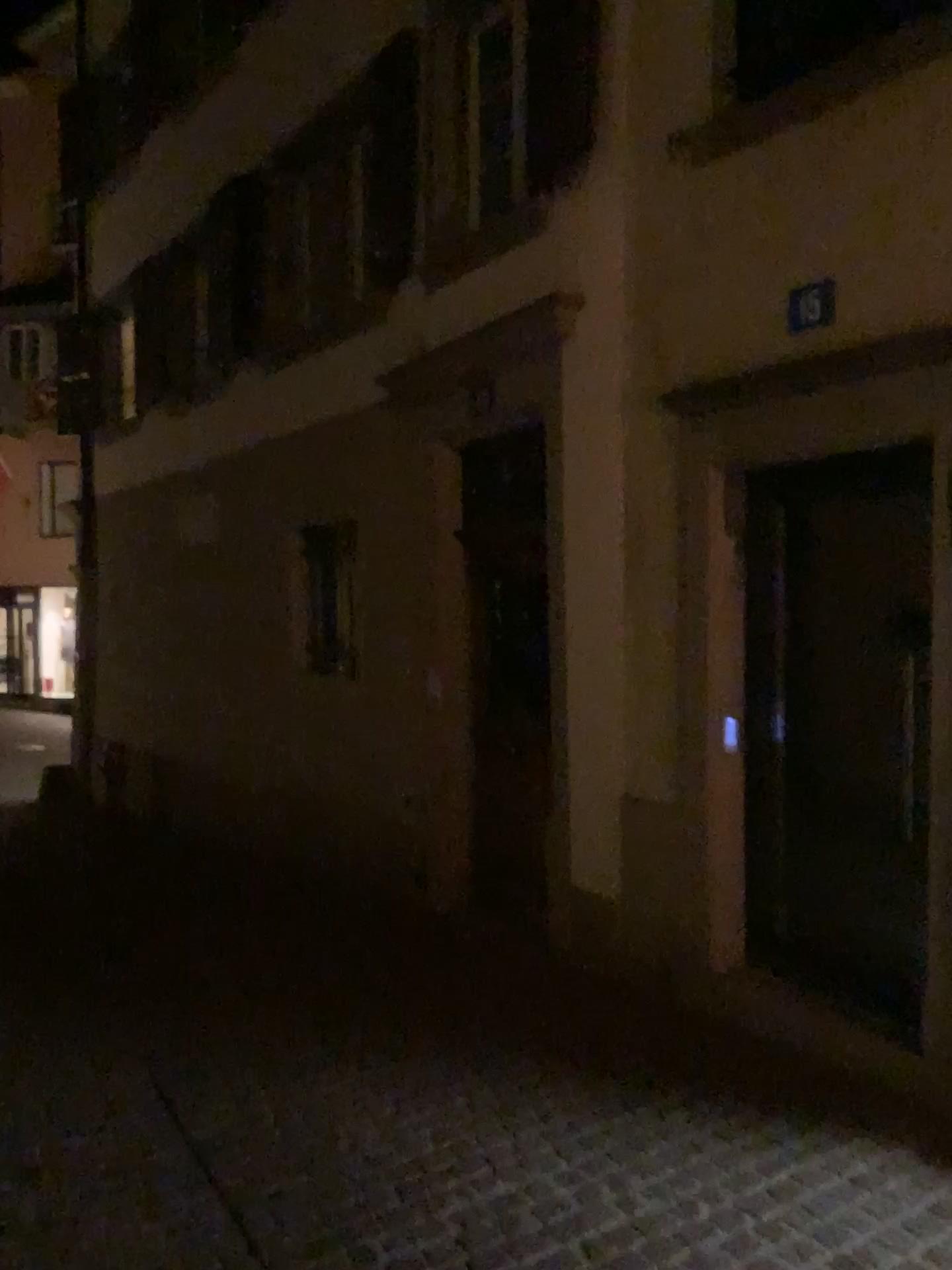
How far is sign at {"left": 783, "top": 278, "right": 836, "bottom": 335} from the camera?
3.6 meters

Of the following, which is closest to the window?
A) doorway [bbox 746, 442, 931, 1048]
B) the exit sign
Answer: the exit sign

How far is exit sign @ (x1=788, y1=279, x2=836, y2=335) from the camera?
3.6 meters

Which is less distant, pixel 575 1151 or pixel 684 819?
pixel 575 1151

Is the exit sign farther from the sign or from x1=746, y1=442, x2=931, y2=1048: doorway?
x1=746, y1=442, x2=931, y2=1048: doorway

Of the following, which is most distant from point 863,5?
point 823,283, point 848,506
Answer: point 848,506

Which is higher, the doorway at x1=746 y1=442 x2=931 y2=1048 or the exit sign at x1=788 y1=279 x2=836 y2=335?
the exit sign at x1=788 y1=279 x2=836 y2=335

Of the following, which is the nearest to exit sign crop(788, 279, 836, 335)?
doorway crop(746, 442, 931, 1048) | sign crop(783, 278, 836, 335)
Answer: sign crop(783, 278, 836, 335)

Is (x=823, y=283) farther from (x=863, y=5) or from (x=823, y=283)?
(x=863, y=5)

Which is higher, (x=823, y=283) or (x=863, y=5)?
(x=863, y=5)
